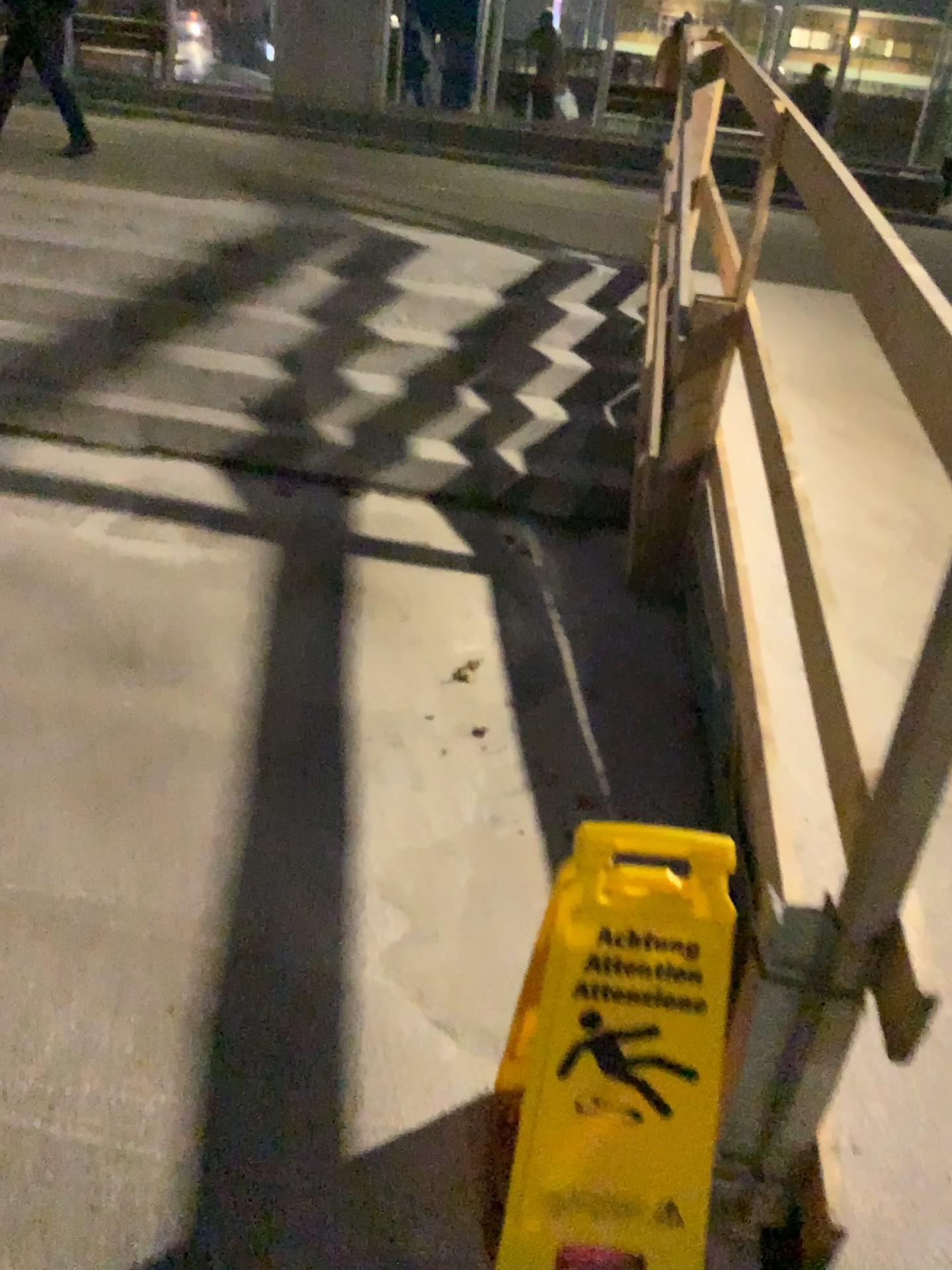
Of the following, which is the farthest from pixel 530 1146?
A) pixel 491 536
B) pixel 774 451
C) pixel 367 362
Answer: pixel 367 362

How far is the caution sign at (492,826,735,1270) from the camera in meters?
1.3 m

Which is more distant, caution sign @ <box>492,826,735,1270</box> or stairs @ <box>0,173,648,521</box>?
stairs @ <box>0,173,648,521</box>

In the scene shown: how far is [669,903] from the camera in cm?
134

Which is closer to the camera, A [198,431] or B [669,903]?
B [669,903]

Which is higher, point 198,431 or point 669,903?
point 669,903
